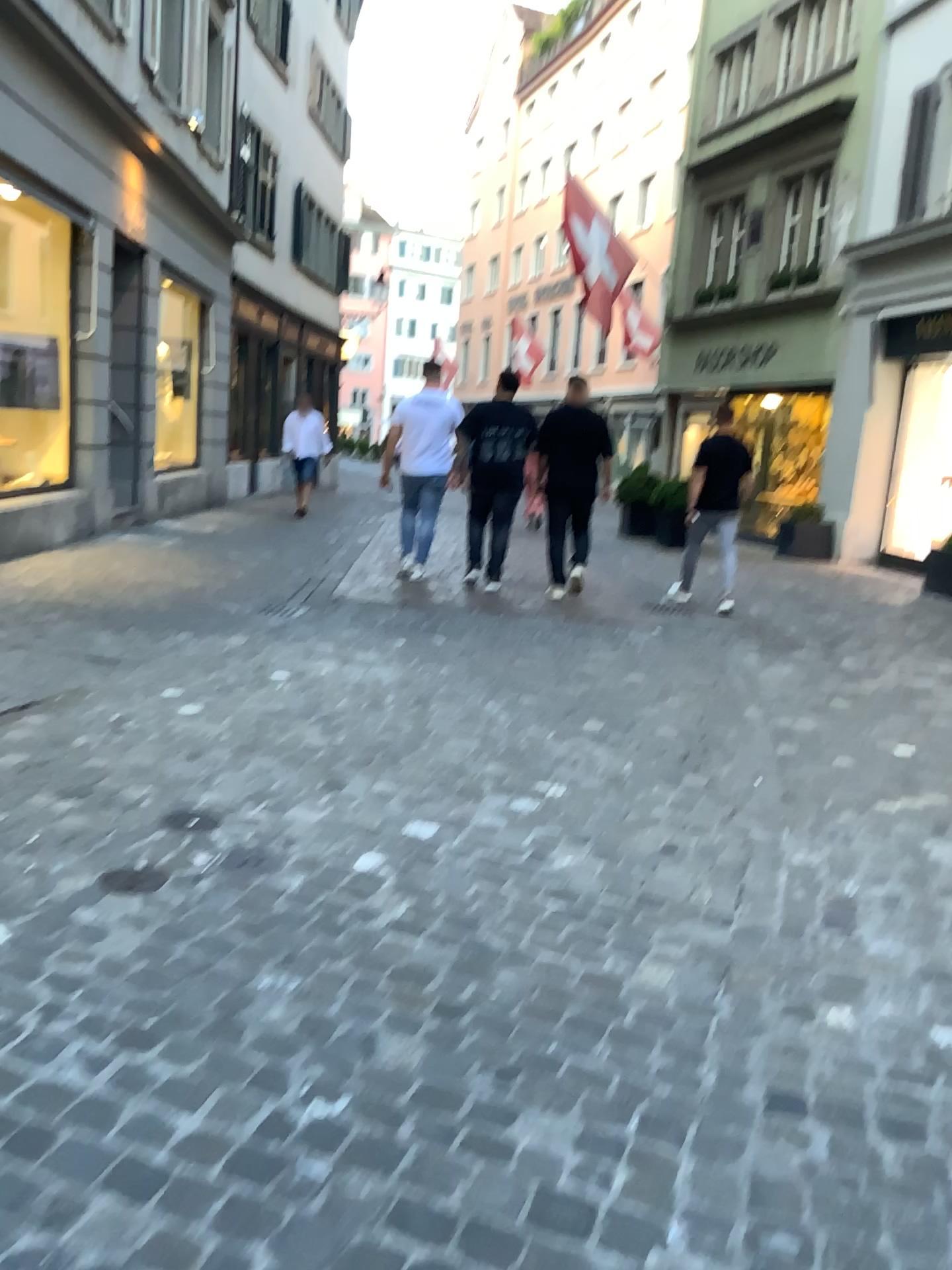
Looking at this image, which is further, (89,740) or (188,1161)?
(89,740)
